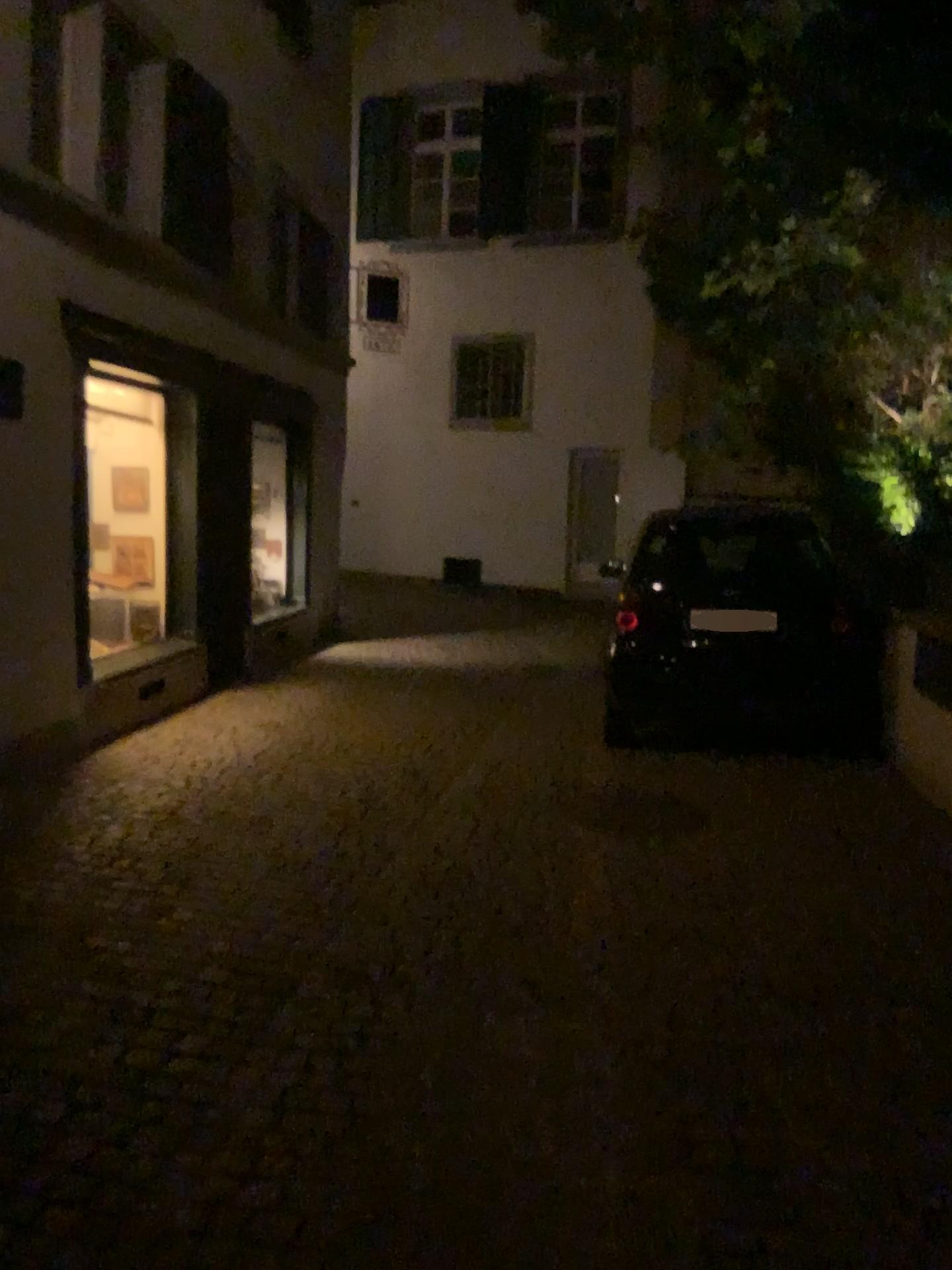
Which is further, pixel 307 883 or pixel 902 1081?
pixel 307 883
